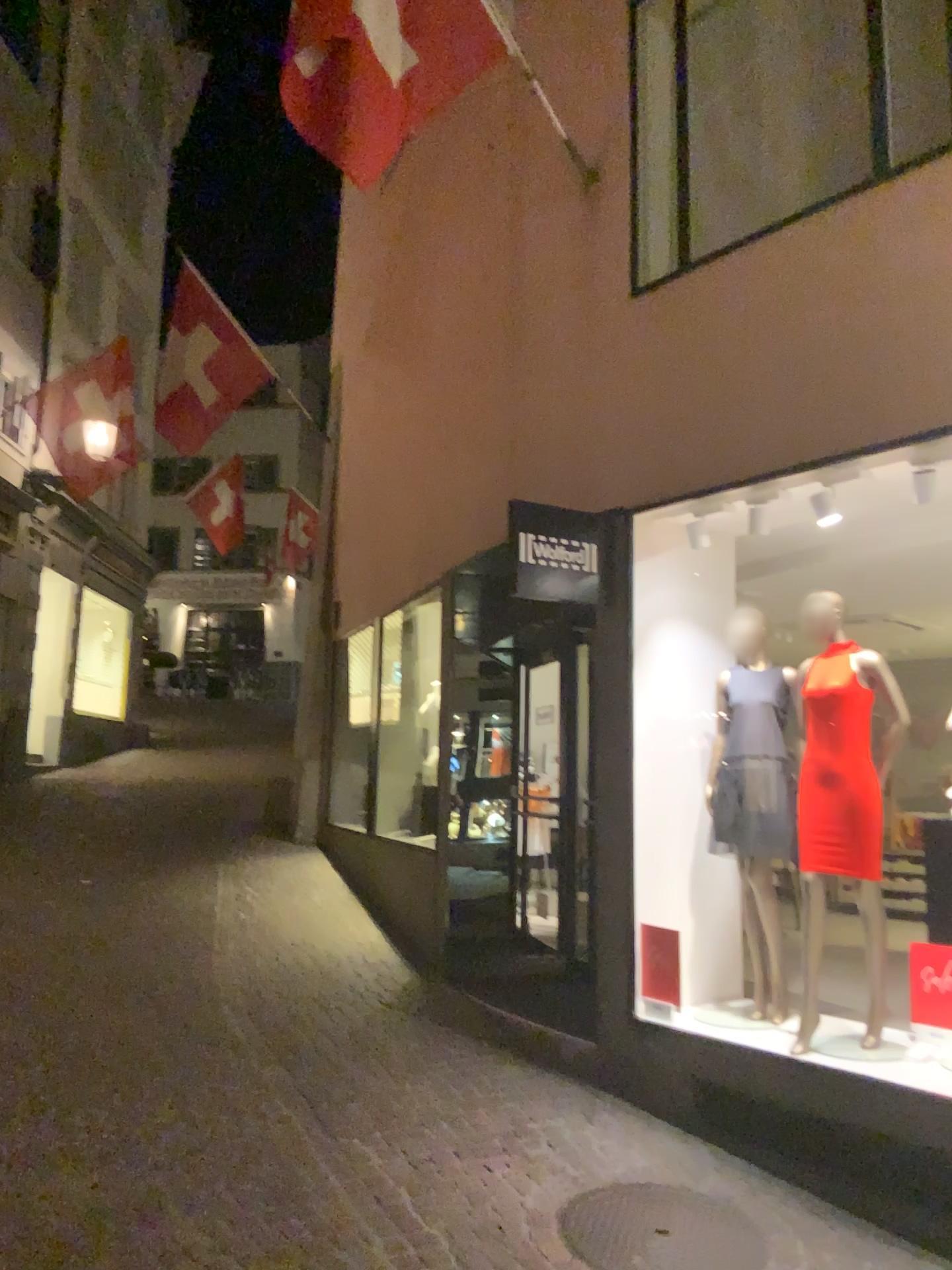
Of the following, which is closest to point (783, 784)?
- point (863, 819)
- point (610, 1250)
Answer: point (863, 819)

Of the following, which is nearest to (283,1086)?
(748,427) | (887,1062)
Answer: (887,1062)

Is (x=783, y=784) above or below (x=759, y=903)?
above

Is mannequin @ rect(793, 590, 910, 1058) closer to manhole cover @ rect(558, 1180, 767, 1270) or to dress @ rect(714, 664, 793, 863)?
dress @ rect(714, 664, 793, 863)

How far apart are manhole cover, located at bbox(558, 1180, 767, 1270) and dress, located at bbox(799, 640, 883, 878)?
1.33m

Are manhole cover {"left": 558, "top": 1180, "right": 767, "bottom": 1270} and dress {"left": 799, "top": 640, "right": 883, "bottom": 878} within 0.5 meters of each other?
no

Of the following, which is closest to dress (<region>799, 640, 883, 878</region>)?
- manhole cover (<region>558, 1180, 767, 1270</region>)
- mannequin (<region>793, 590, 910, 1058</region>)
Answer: mannequin (<region>793, 590, 910, 1058</region>)

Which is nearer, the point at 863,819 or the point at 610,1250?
the point at 610,1250

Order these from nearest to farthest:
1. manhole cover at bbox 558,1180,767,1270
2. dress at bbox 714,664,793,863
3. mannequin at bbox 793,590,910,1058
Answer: manhole cover at bbox 558,1180,767,1270 → mannequin at bbox 793,590,910,1058 → dress at bbox 714,664,793,863

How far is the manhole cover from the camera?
3.4m
